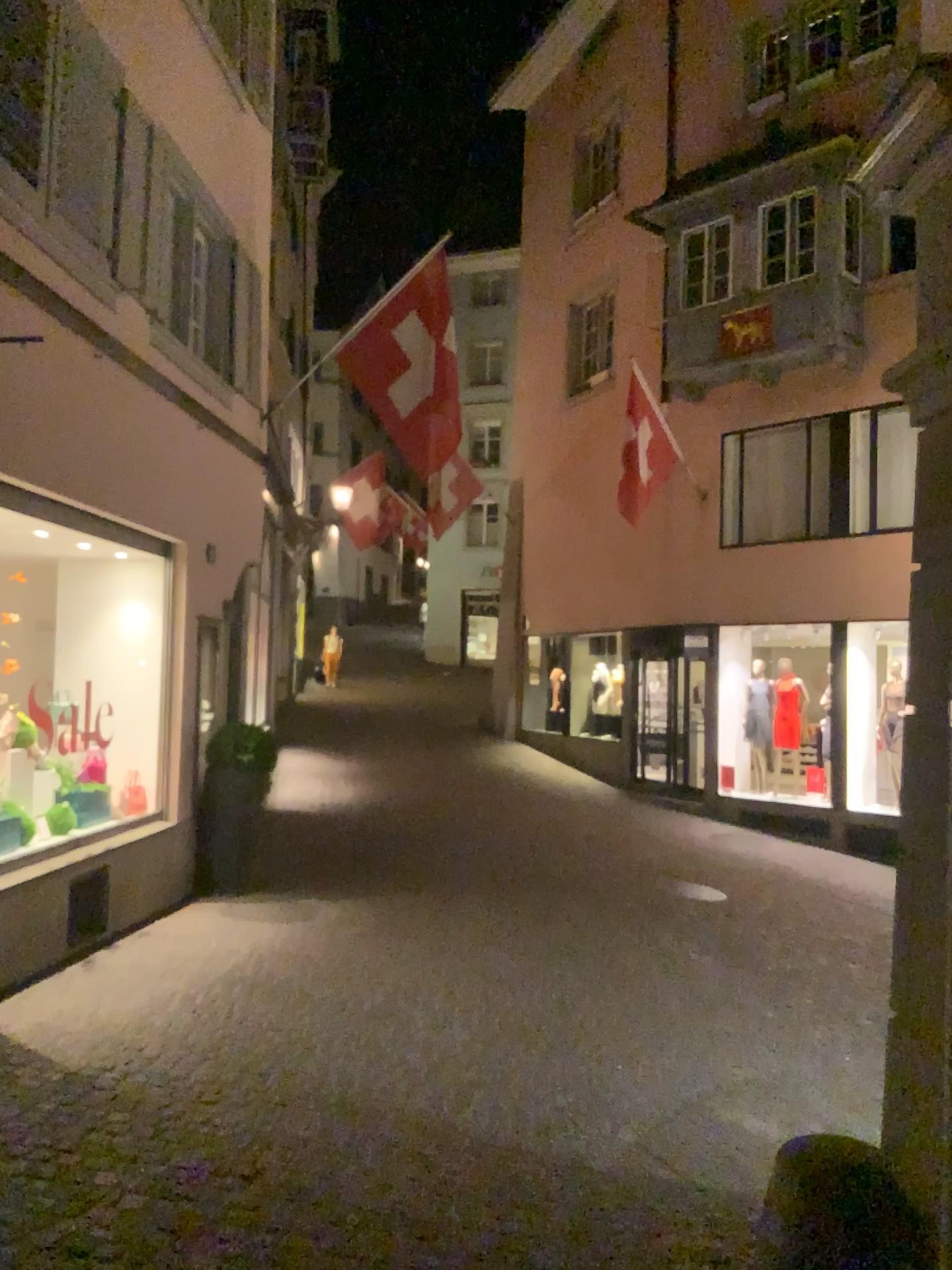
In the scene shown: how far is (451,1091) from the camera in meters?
4.5 m
